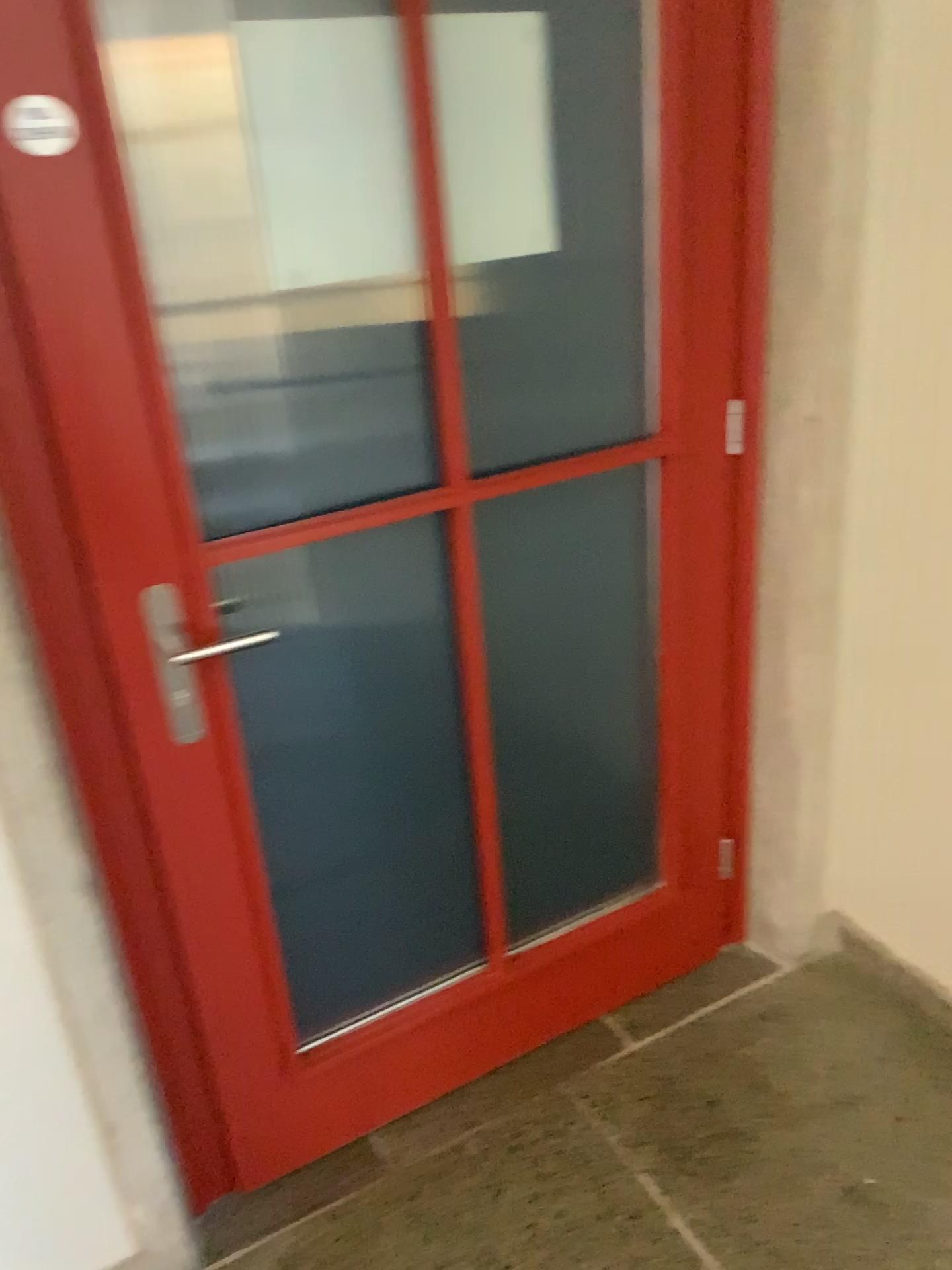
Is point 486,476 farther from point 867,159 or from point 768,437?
point 867,159

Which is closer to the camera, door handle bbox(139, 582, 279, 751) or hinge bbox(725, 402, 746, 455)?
door handle bbox(139, 582, 279, 751)

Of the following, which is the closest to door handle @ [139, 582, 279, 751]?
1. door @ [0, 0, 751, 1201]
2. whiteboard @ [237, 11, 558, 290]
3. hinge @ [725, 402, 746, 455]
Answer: door @ [0, 0, 751, 1201]

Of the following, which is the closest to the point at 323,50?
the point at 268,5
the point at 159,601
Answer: the point at 268,5

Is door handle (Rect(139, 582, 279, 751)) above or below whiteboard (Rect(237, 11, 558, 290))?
below

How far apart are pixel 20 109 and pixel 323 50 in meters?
0.4

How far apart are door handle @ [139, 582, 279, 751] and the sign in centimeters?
51cm

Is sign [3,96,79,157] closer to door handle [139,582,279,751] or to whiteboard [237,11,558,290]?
whiteboard [237,11,558,290]

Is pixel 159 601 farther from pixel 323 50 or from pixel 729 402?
pixel 729 402

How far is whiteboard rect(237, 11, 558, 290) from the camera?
1.3m
